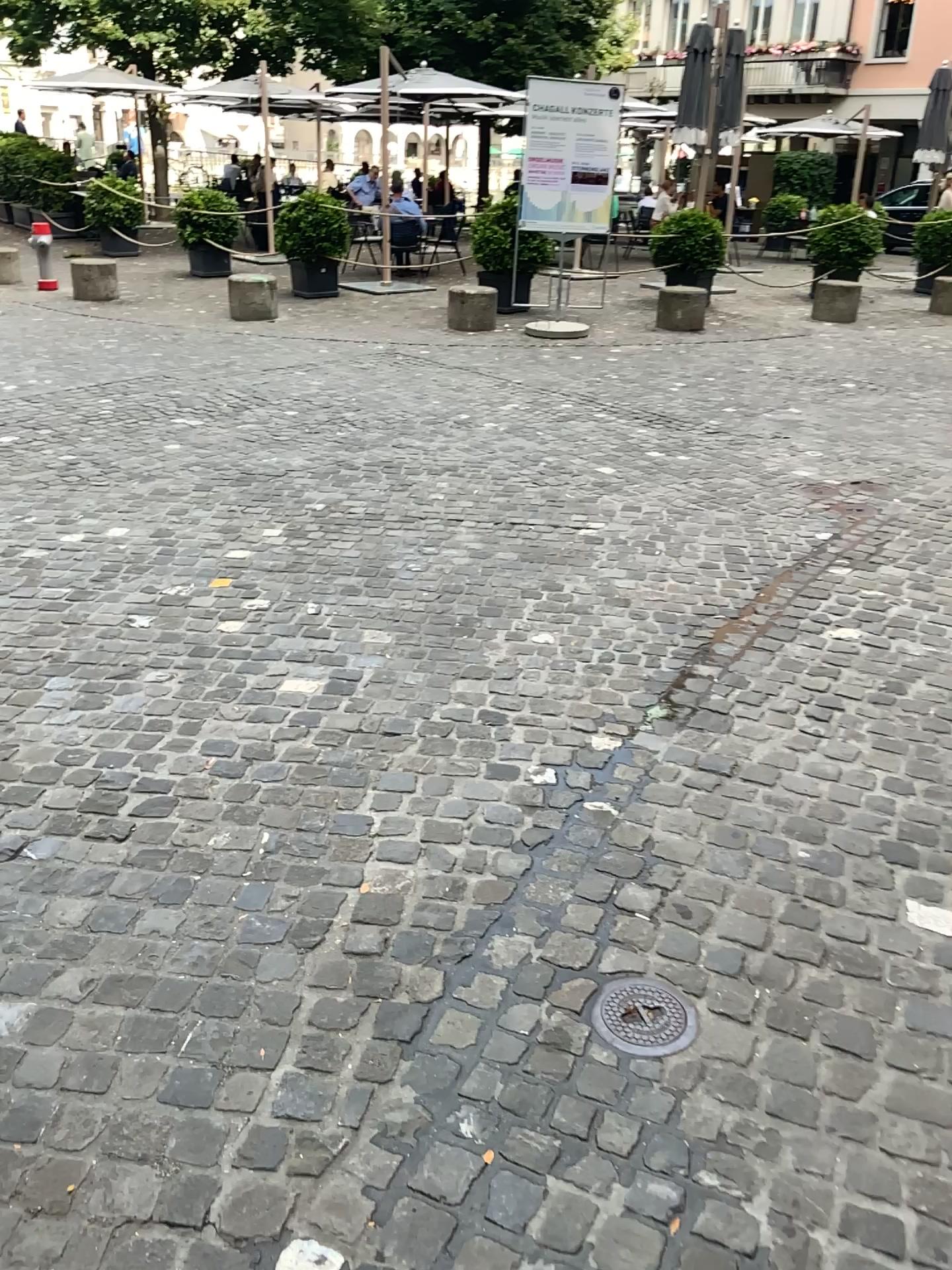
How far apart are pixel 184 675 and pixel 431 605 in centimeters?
100cm
